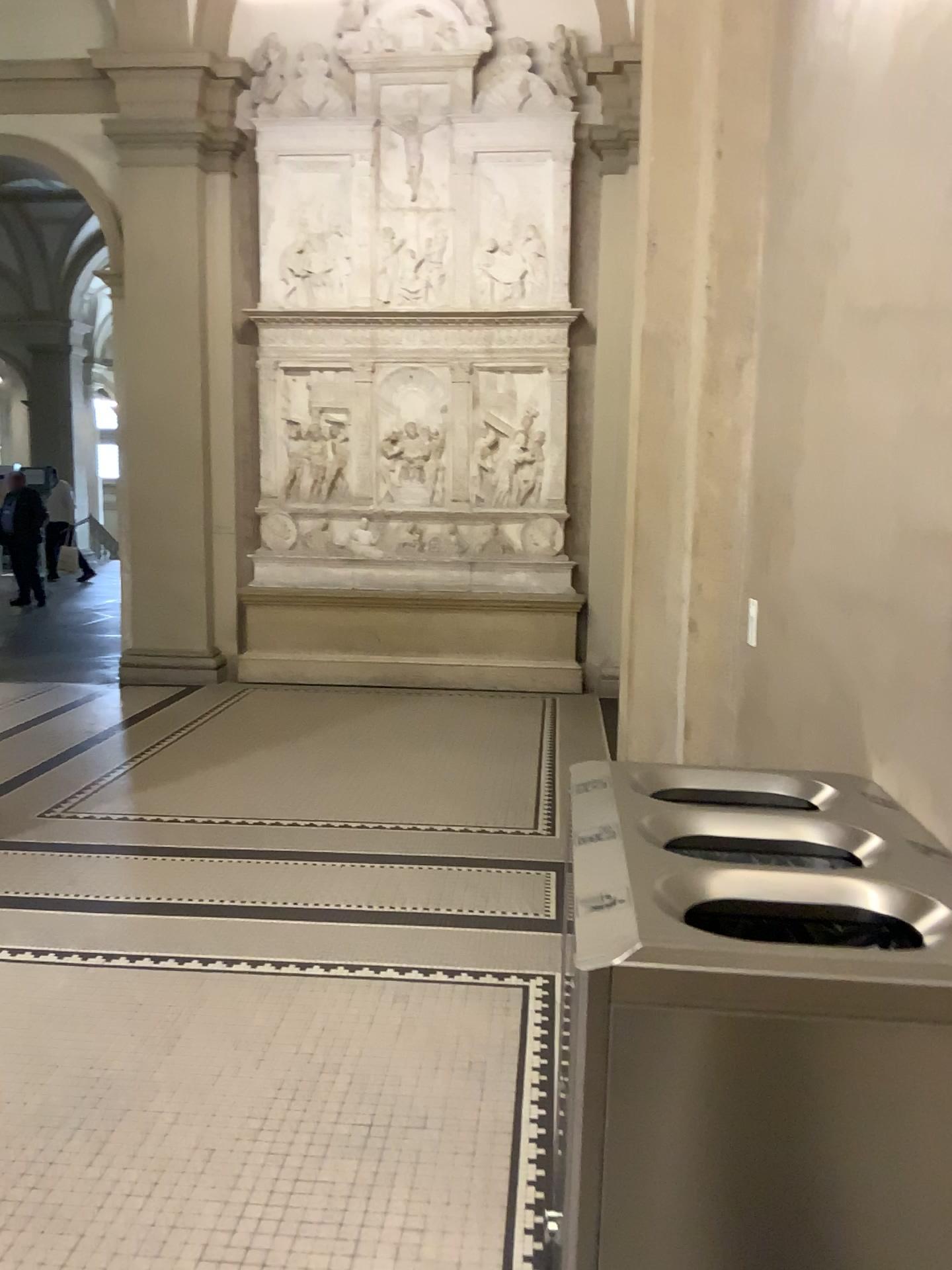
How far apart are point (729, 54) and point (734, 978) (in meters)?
3.09

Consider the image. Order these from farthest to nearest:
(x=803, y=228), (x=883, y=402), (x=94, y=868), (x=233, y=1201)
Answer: (x=94, y=868)
(x=803, y=228)
(x=233, y=1201)
(x=883, y=402)

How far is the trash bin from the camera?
1.18m

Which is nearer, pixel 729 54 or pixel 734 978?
pixel 734 978

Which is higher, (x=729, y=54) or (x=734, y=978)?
(x=729, y=54)

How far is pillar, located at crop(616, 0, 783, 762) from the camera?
3.3m

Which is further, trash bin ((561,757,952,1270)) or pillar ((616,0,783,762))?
pillar ((616,0,783,762))

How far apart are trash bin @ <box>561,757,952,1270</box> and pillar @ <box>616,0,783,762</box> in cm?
216
